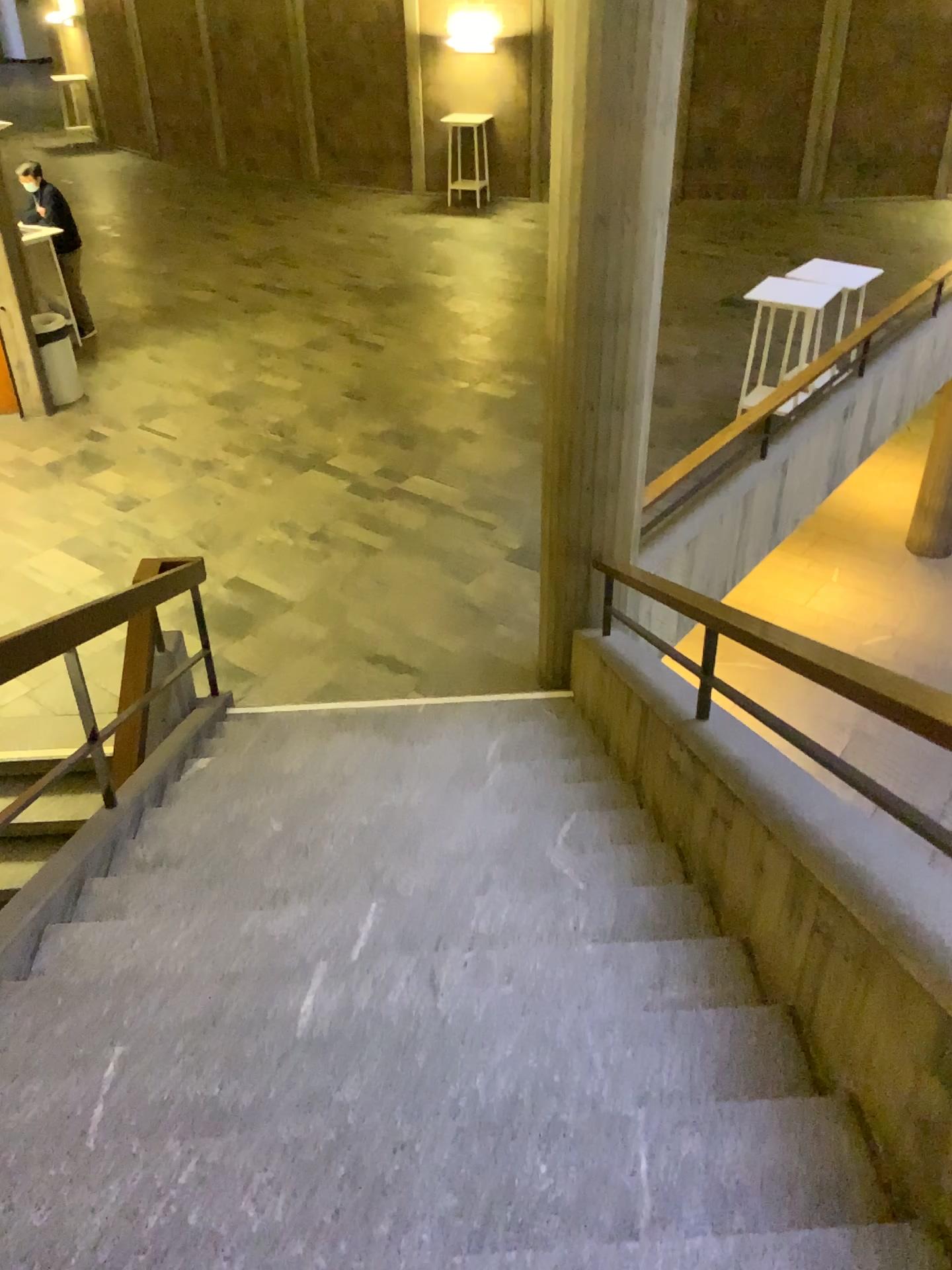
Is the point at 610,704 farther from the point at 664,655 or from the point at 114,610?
the point at 114,610
